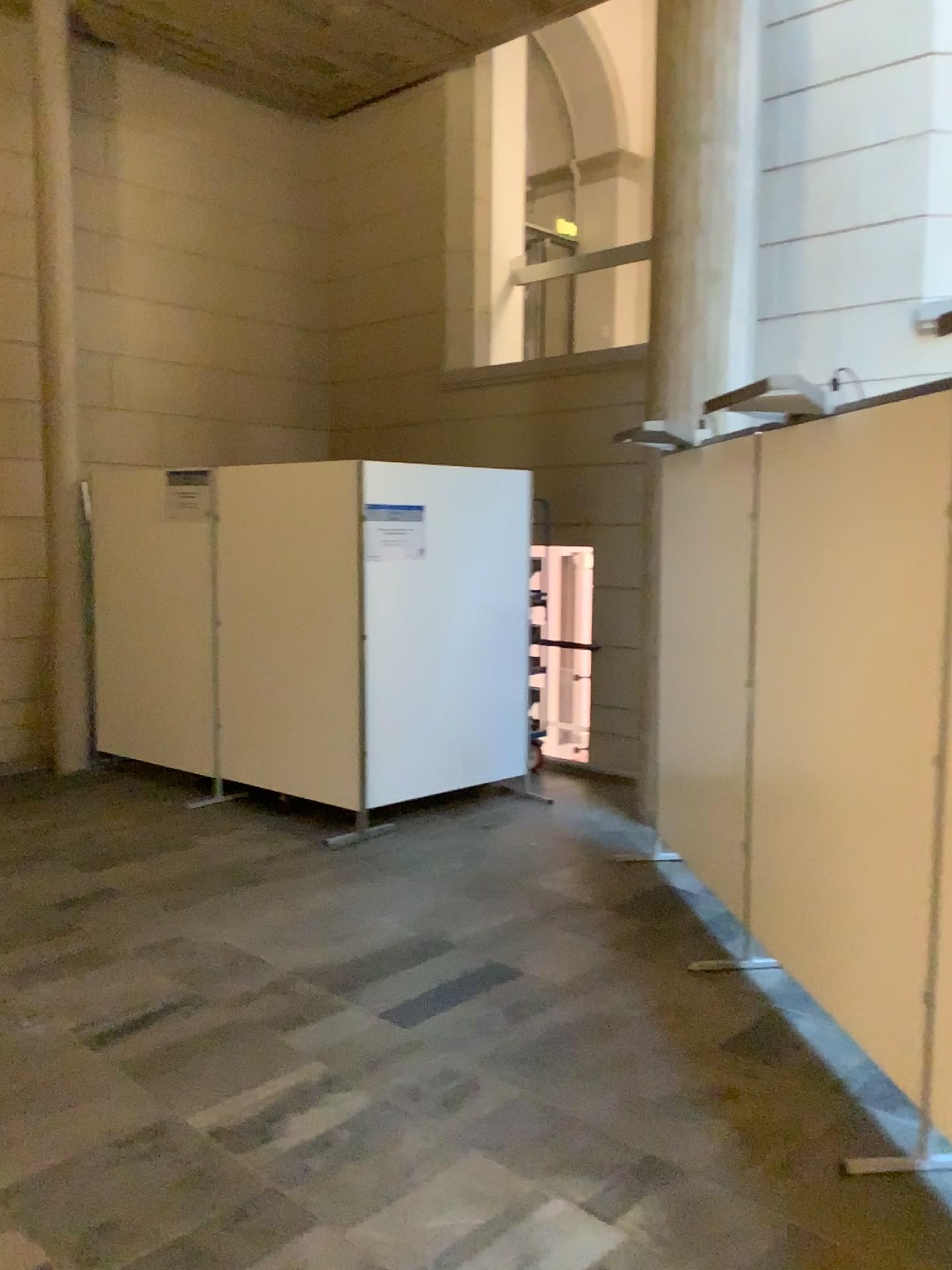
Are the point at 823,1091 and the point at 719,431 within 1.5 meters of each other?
no
